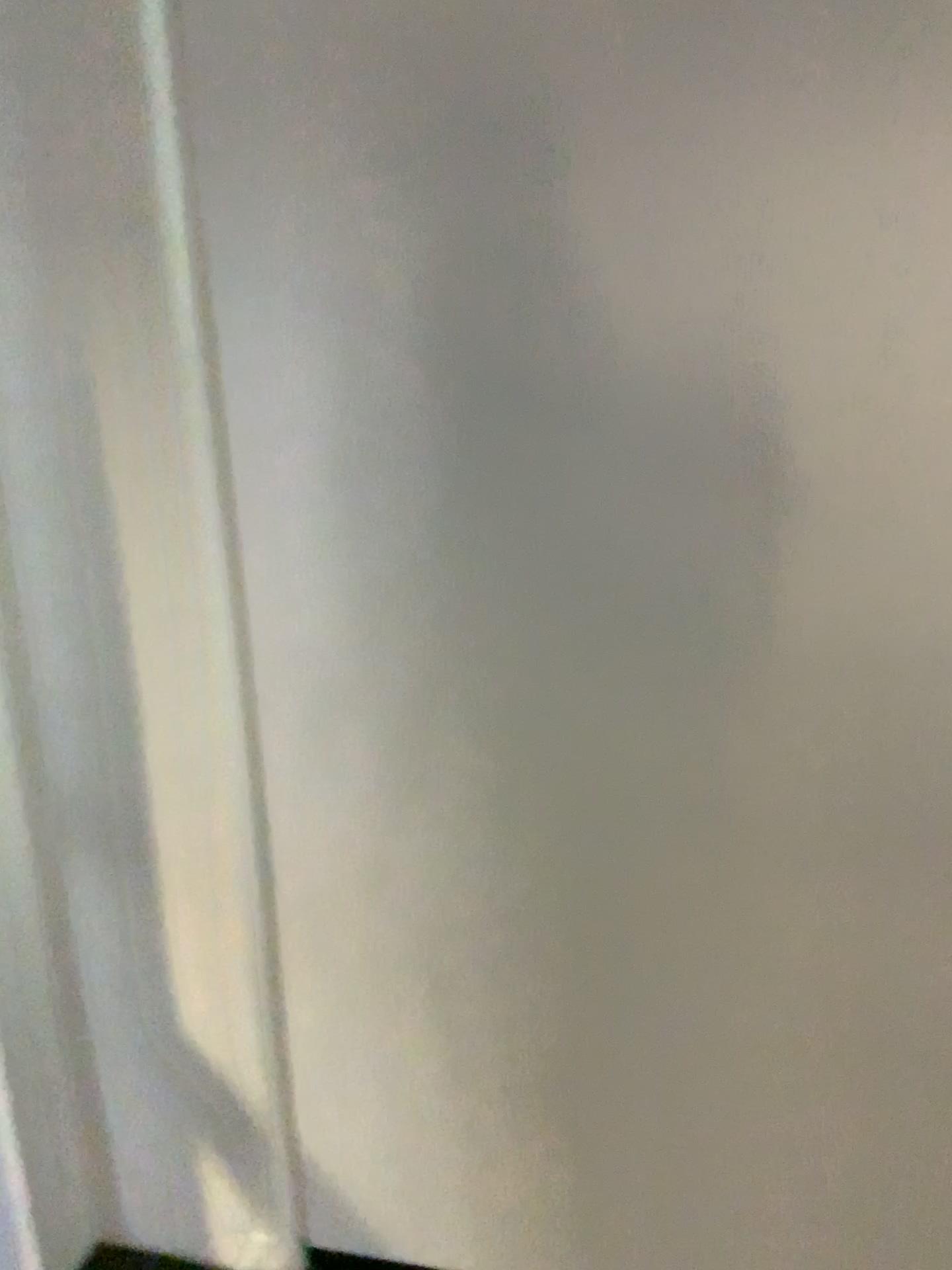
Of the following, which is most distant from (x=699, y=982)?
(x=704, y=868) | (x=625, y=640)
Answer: (x=625, y=640)
